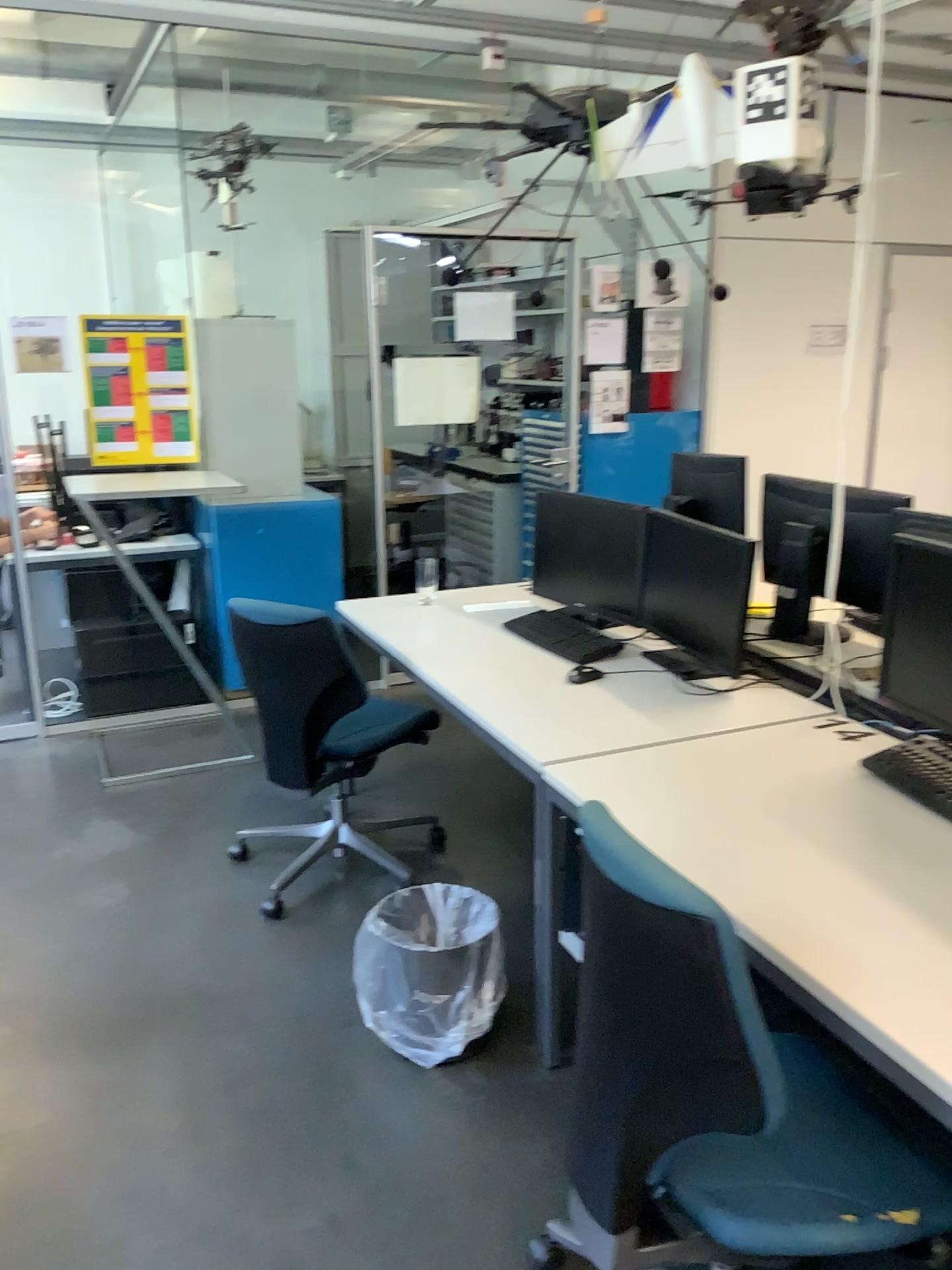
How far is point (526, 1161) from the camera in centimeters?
213cm

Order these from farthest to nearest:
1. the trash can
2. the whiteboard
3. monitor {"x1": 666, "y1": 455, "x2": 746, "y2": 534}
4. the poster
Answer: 1. the whiteboard
2. the poster
3. monitor {"x1": 666, "y1": 455, "x2": 746, "y2": 534}
4. the trash can

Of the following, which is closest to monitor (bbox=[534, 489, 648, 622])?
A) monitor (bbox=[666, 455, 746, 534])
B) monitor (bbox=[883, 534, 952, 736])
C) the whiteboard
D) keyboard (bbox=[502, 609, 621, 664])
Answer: keyboard (bbox=[502, 609, 621, 664])

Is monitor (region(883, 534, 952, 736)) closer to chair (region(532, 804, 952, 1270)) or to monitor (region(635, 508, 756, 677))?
monitor (region(635, 508, 756, 677))

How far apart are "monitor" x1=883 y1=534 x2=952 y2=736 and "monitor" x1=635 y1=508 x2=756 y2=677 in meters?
0.5

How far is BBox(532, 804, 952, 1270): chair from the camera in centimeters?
128cm

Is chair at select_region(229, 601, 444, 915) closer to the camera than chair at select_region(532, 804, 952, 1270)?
No

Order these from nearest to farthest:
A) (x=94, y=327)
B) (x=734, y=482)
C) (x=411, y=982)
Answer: (x=411, y=982), (x=734, y=482), (x=94, y=327)

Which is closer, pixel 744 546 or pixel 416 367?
pixel 744 546

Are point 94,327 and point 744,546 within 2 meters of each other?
no
